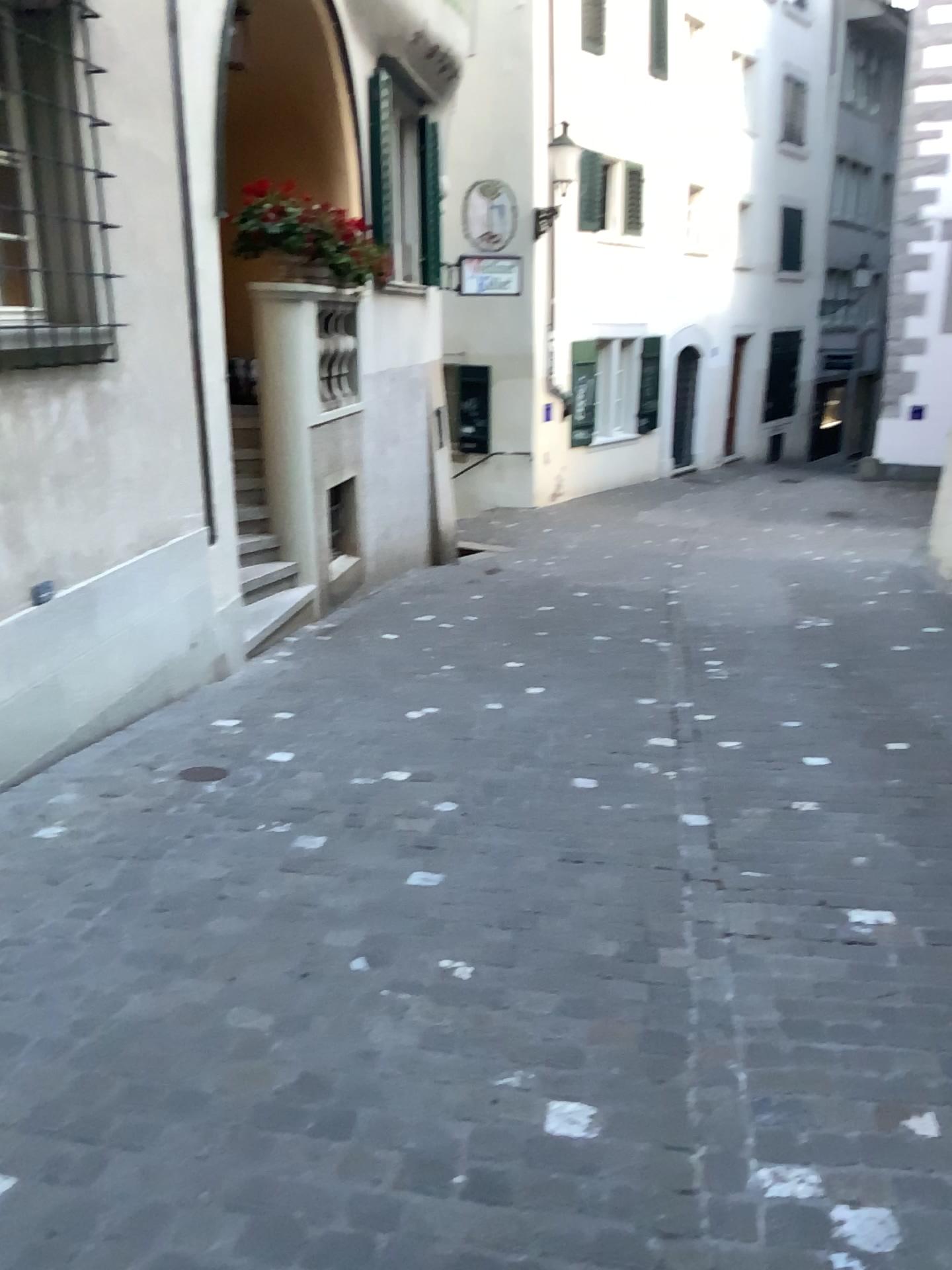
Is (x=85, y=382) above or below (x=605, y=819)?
above
